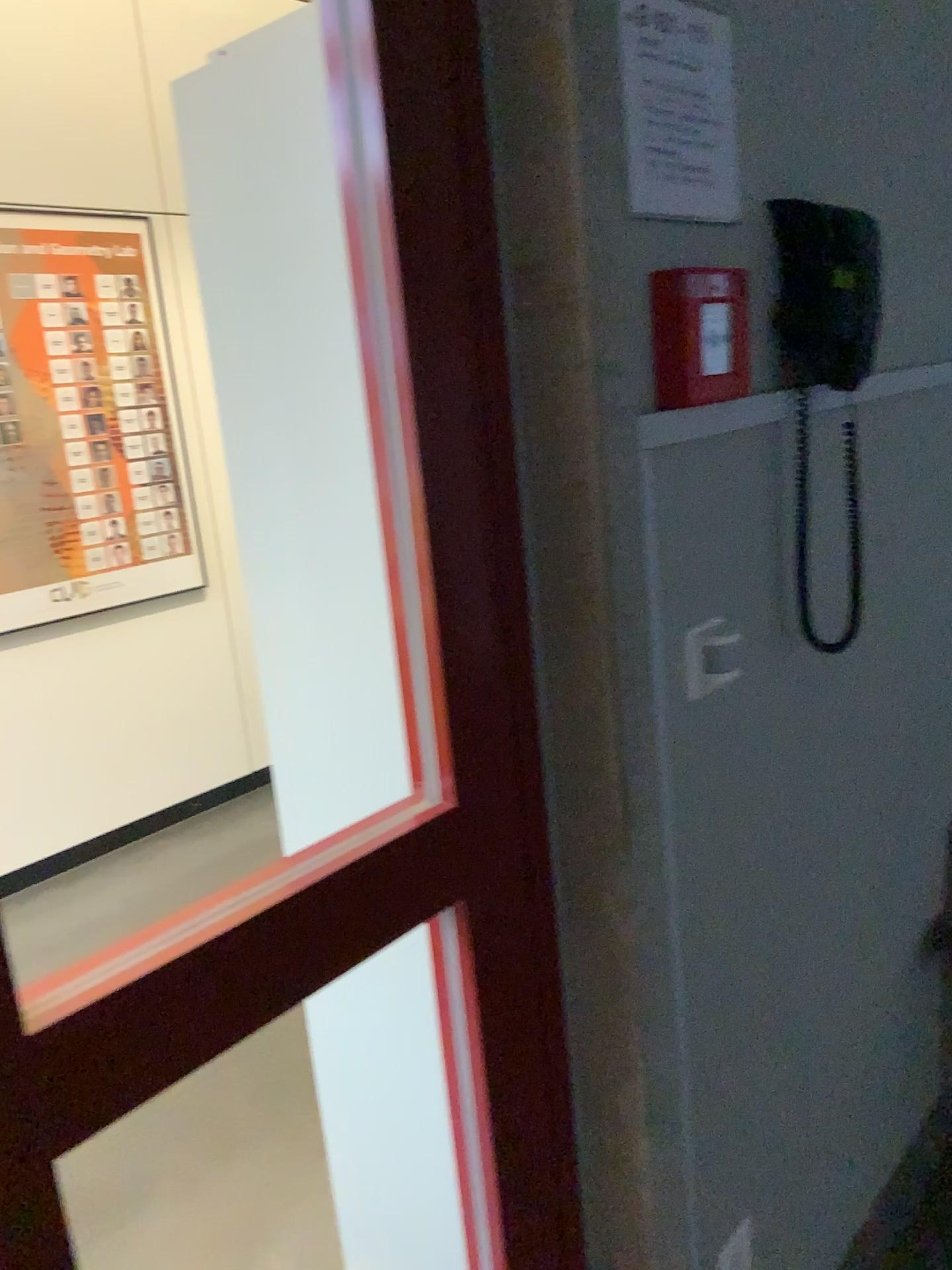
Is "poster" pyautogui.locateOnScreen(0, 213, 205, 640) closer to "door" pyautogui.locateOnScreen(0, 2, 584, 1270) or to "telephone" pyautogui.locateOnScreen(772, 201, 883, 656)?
"door" pyautogui.locateOnScreen(0, 2, 584, 1270)

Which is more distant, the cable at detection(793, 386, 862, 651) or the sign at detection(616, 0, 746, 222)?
the cable at detection(793, 386, 862, 651)

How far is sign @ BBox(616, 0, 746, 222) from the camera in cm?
106

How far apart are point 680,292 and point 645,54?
0.3m

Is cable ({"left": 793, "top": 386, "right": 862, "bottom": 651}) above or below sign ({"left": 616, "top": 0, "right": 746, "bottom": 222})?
below

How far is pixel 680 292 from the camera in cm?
103

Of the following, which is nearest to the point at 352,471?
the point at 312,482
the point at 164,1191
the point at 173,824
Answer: the point at 312,482

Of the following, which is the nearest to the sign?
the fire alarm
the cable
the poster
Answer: the fire alarm

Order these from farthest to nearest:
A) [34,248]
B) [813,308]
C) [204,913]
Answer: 1. [34,248]
2. [813,308]
3. [204,913]

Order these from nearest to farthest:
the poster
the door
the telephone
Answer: the door < the telephone < the poster
